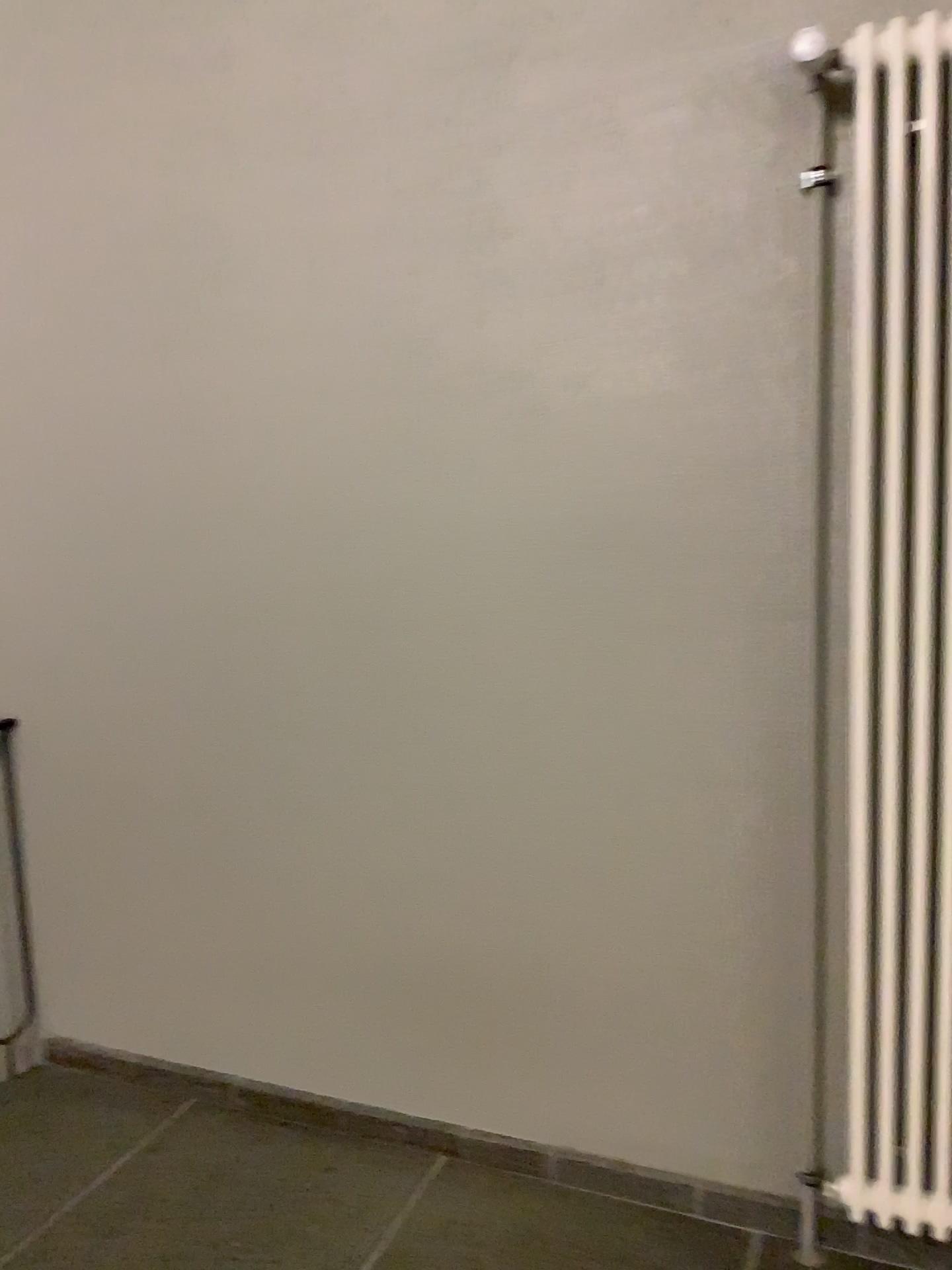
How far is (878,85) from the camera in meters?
1.6 m

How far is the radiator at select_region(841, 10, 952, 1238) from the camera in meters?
1.6

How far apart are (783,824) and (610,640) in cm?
47
